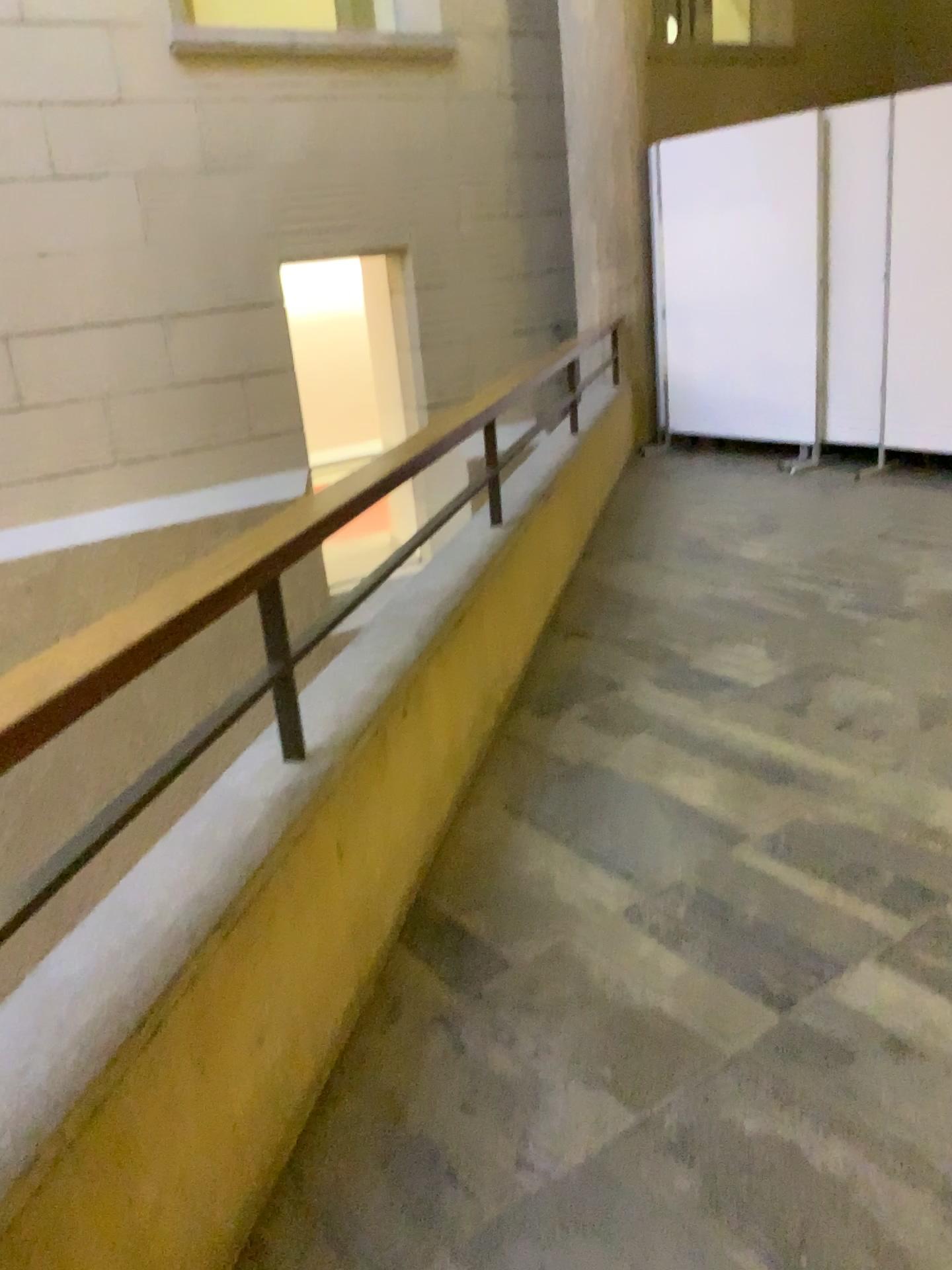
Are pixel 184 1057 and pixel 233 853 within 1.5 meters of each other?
yes
